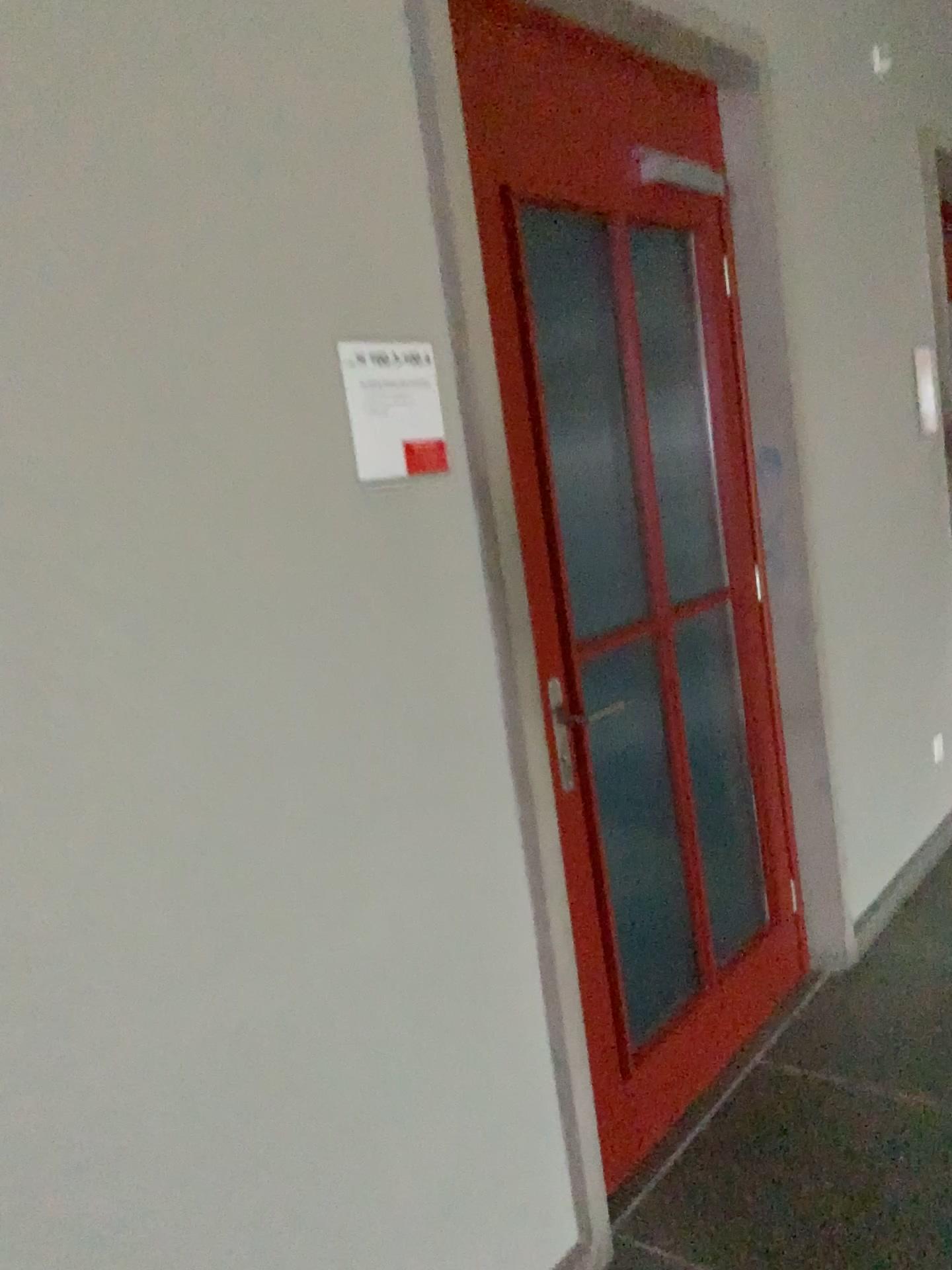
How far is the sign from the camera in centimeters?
159cm

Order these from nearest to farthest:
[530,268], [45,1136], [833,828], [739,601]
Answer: [45,1136], [530,268], [739,601], [833,828]

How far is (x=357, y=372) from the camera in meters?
1.6

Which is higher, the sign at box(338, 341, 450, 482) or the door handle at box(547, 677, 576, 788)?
the sign at box(338, 341, 450, 482)

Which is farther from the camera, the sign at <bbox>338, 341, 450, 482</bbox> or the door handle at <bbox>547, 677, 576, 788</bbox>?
the door handle at <bbox>547, 677, 576, 788</bbox>

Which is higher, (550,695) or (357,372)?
(357,372)

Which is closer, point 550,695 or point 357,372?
point 357,372
